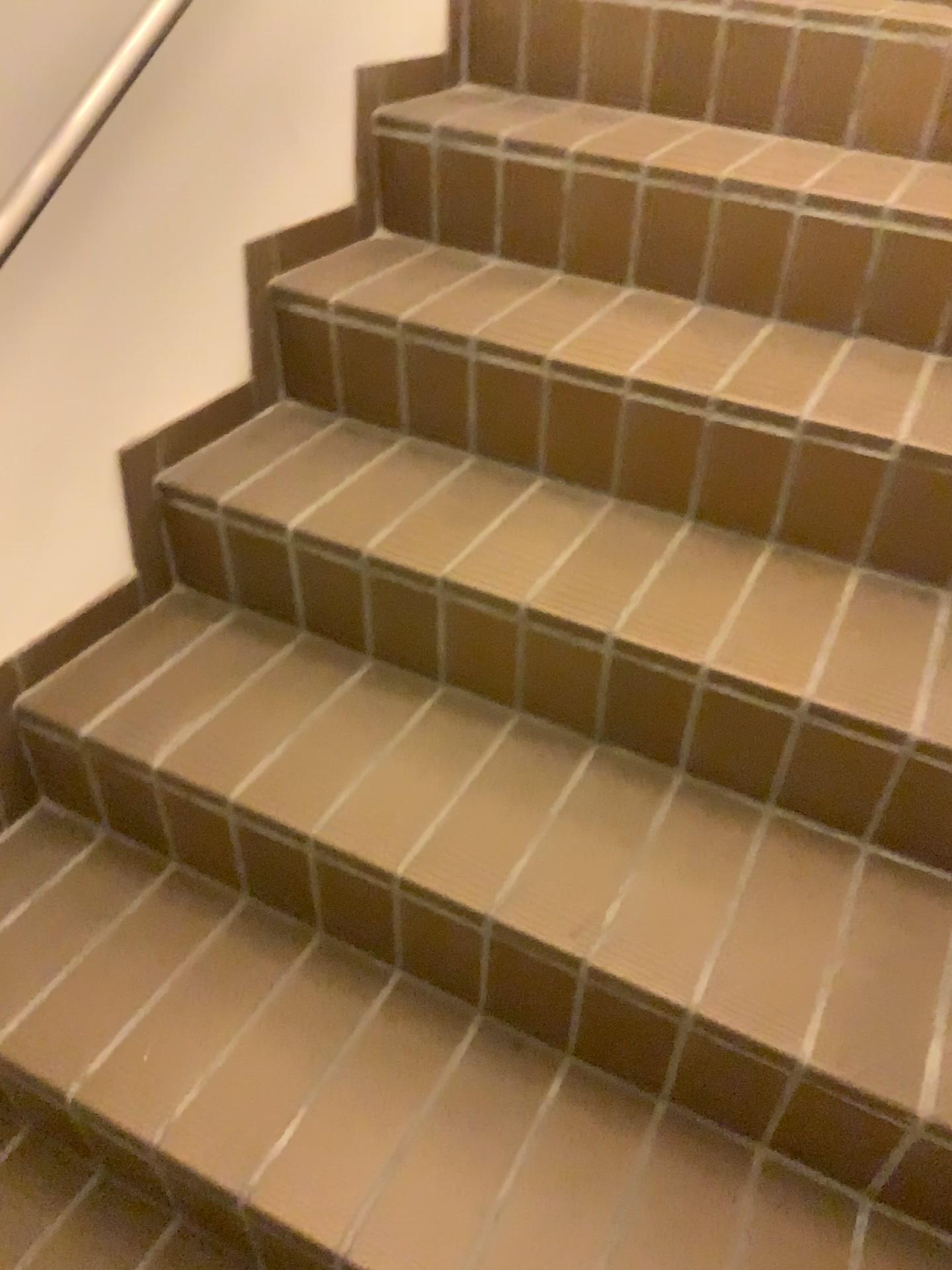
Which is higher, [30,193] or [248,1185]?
[30,193]

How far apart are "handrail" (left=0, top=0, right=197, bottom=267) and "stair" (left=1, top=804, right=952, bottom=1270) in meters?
0.7 m

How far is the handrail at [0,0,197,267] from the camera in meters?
1.0

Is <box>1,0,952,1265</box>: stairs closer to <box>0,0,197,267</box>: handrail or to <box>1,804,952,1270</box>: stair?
<box>1,804,952,1270</box>: stair

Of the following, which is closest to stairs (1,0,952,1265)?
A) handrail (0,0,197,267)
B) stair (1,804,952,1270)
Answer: stair (1,804,952,1270)

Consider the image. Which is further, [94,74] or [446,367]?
[446,367]

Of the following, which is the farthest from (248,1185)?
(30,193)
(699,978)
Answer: (30,193)

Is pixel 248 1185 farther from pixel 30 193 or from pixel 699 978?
pixel 30 193

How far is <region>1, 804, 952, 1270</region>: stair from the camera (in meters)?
1.00

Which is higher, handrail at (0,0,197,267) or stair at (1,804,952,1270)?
handrail at (0,0,197,267)
